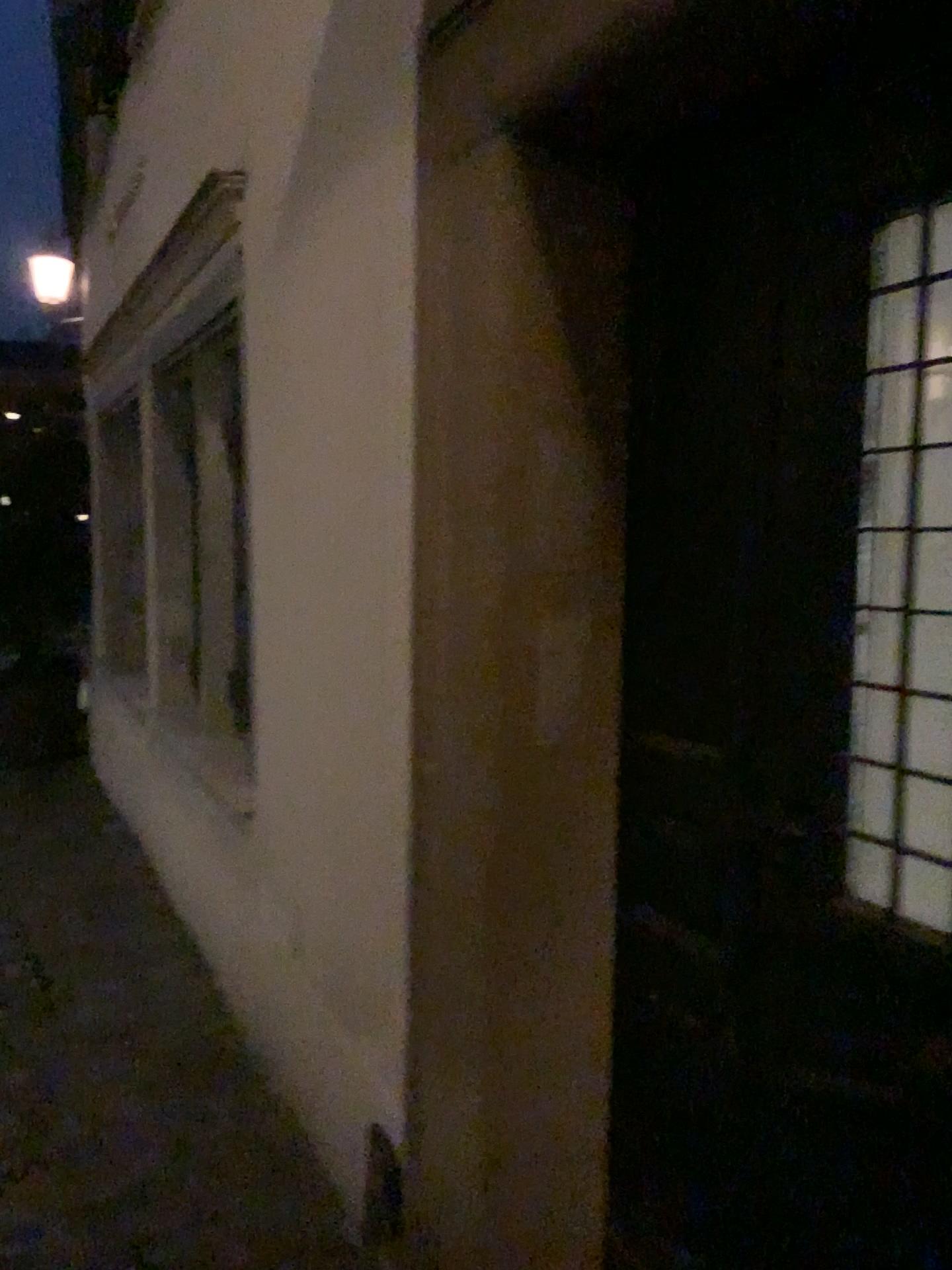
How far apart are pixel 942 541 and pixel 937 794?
0.3m

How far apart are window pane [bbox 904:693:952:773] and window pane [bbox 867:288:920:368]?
0.4 meters

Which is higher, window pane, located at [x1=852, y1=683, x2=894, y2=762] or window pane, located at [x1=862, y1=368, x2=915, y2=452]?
window pane, located at [x1=862, y1=368, x2=915, y2=452]

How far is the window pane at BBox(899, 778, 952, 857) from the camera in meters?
1.3

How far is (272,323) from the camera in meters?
2.6 m

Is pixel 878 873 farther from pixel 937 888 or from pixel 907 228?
pixel 907 228

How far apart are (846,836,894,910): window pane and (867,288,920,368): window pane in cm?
61

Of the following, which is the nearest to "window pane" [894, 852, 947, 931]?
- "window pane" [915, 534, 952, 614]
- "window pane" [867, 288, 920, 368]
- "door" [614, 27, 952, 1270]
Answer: "door" [614, 27, 952, 1270]

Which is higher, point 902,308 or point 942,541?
point 902,308

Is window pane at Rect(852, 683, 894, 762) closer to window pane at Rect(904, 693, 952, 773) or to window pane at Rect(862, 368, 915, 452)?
window pane at Rect(904, 693, 952, 773)
